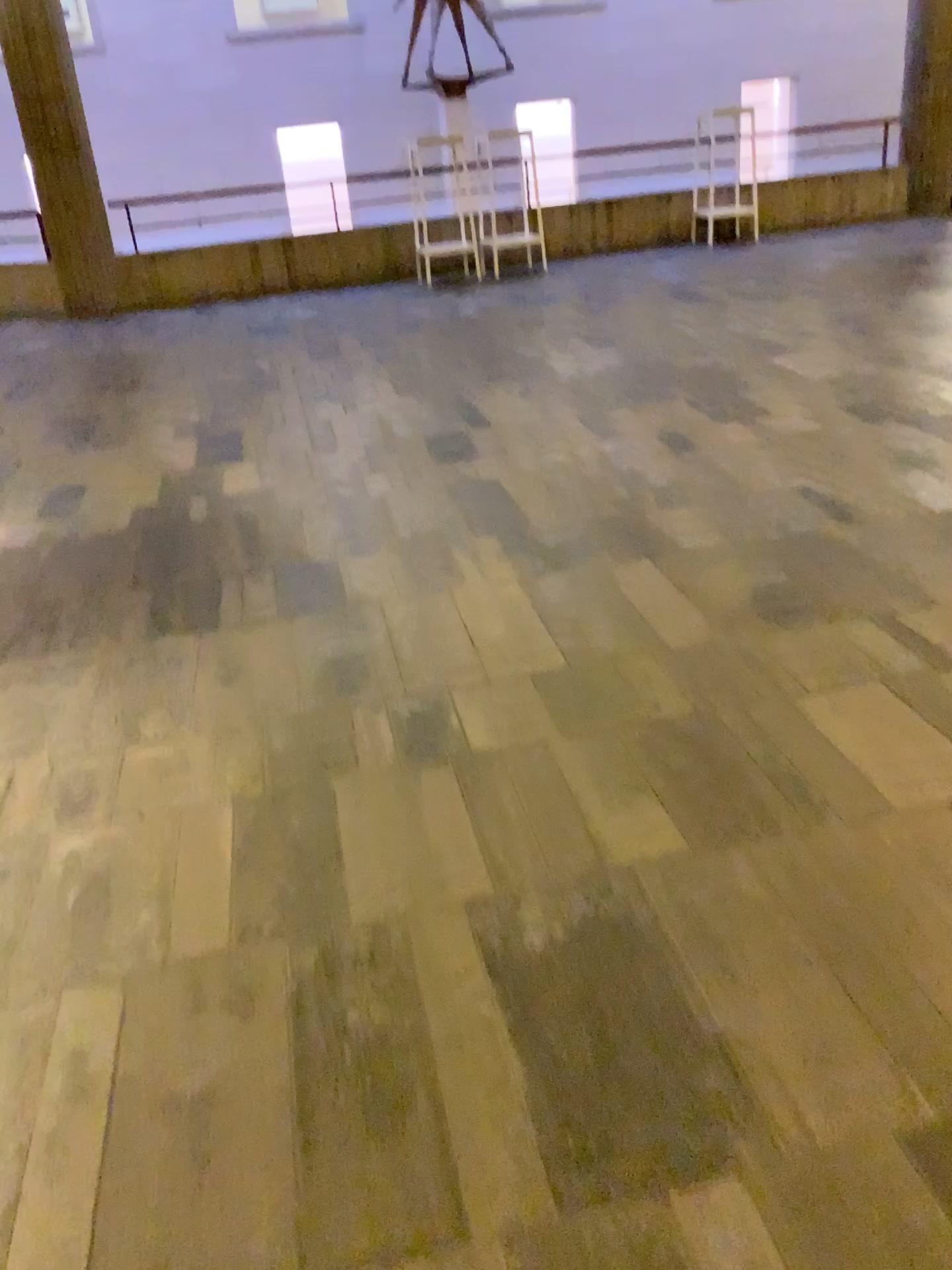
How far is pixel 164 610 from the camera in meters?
3.1
